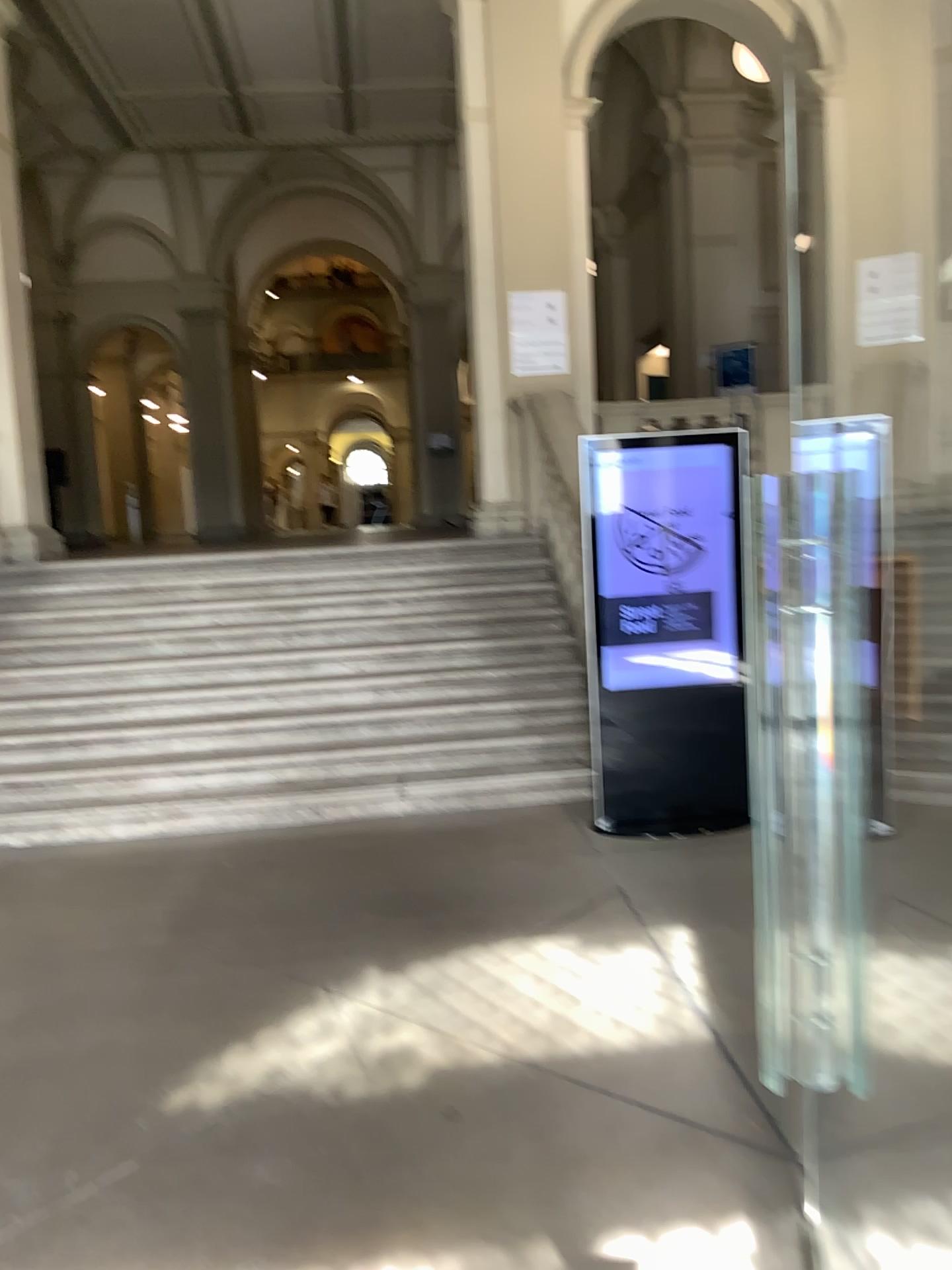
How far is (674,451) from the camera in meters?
4.9 m

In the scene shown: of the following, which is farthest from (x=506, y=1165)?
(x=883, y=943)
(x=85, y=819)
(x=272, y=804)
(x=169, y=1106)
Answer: (x=85, y=819)

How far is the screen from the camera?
4.9m
